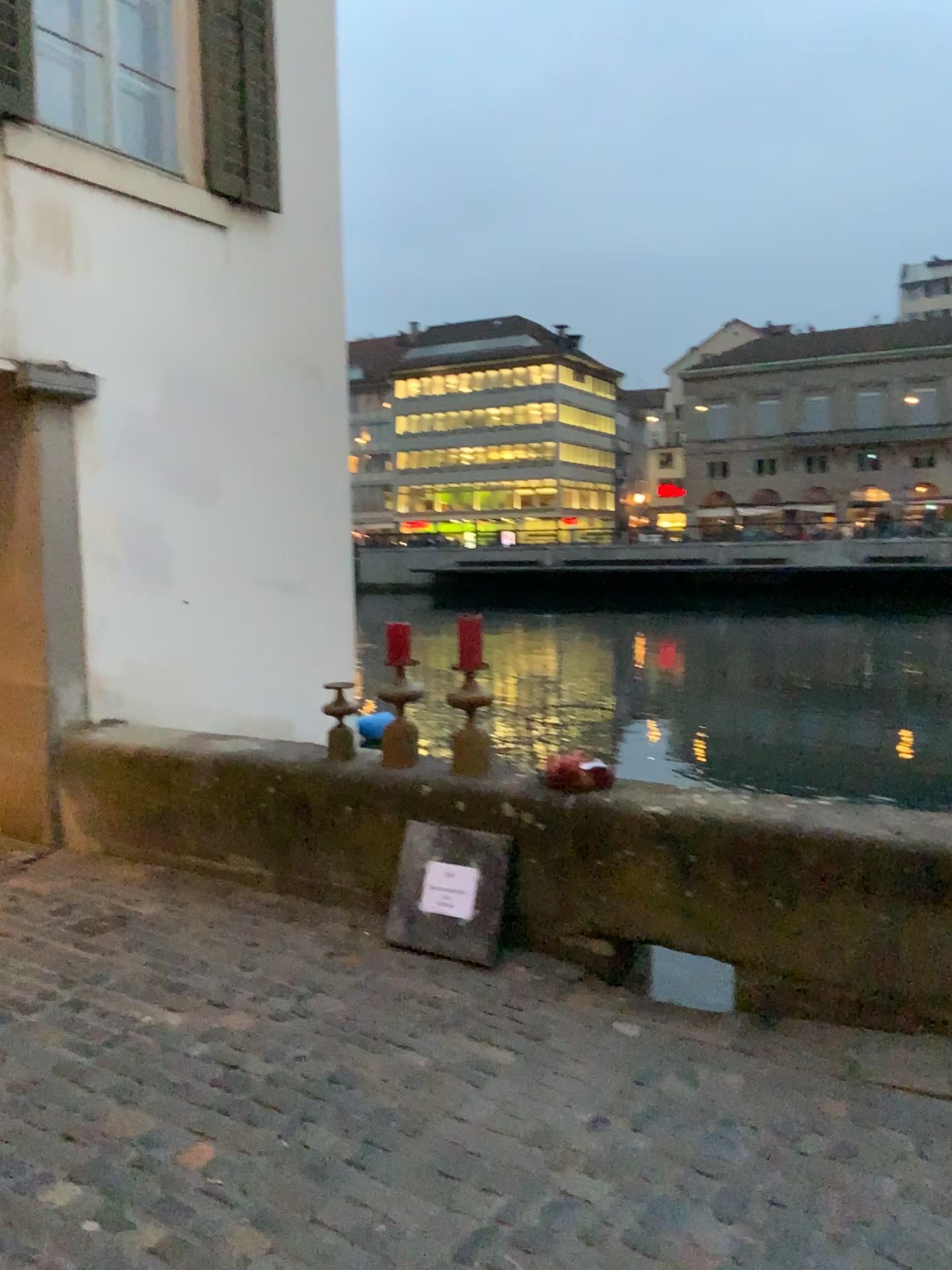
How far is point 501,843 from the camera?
3.8 meters

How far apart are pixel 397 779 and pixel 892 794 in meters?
1.8 m

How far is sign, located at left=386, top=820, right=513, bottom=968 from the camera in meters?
3.8 m
